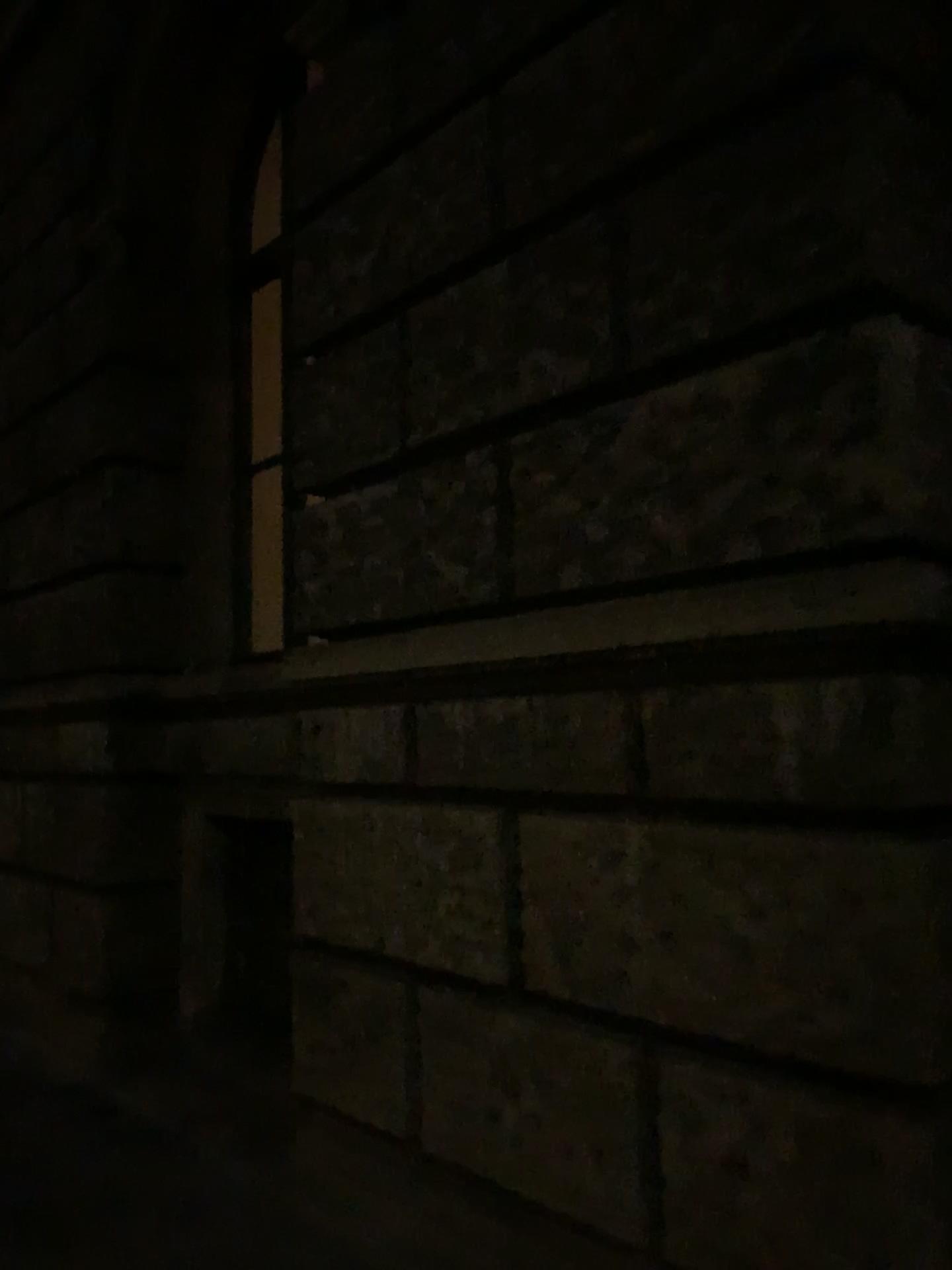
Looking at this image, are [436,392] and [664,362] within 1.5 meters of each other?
yes
